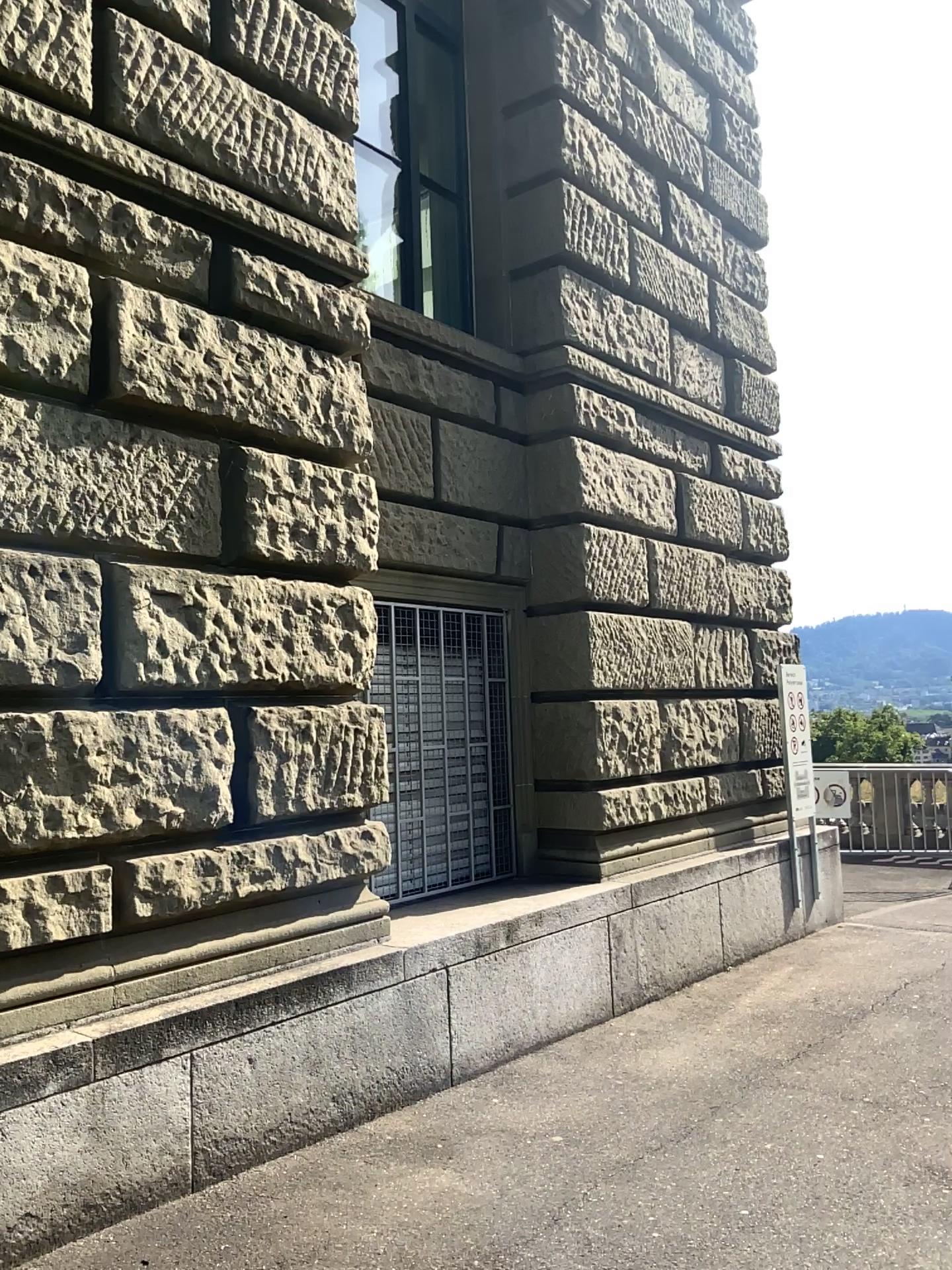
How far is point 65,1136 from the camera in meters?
3.1 m
